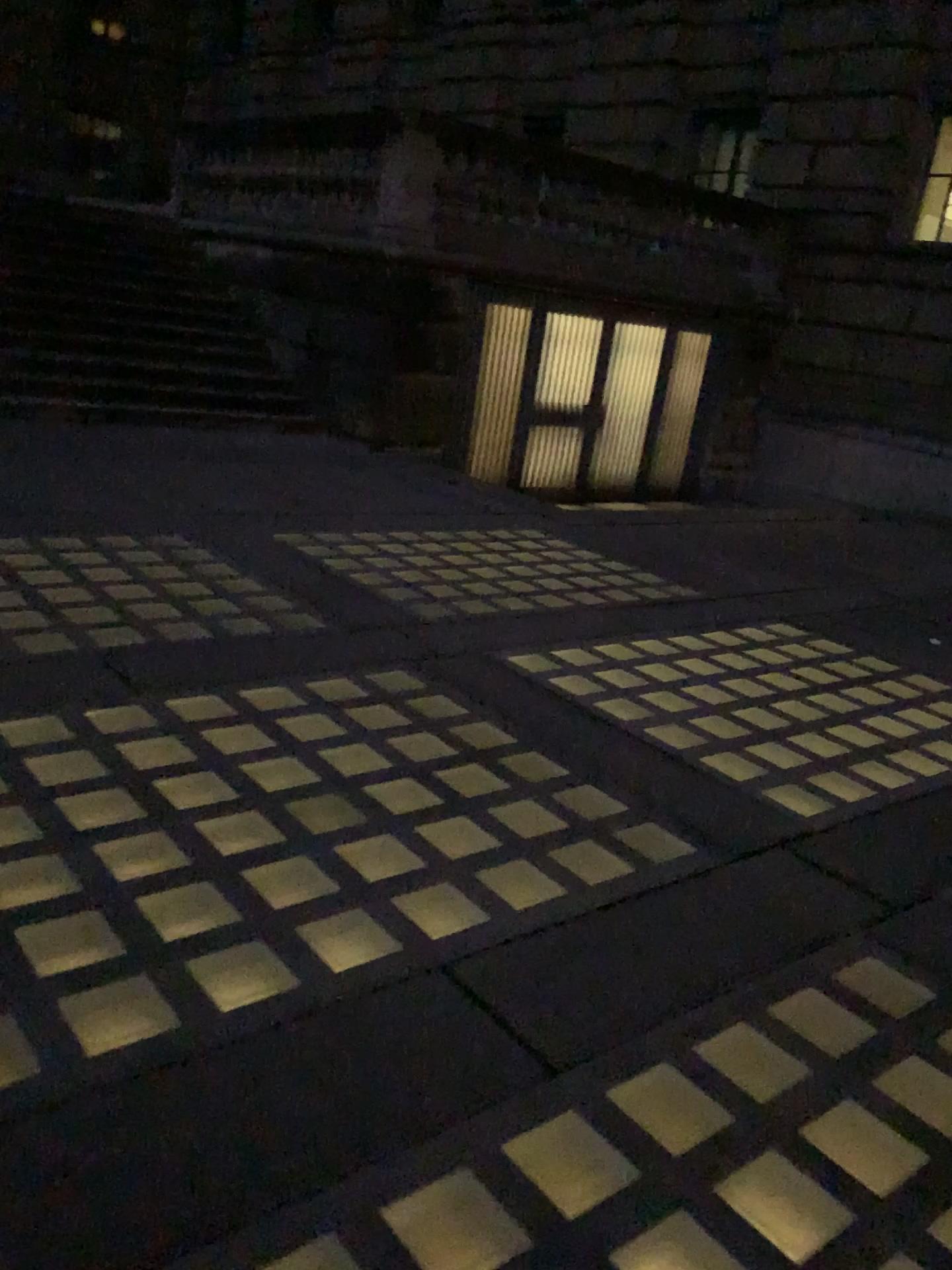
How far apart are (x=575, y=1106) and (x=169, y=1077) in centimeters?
76cm
